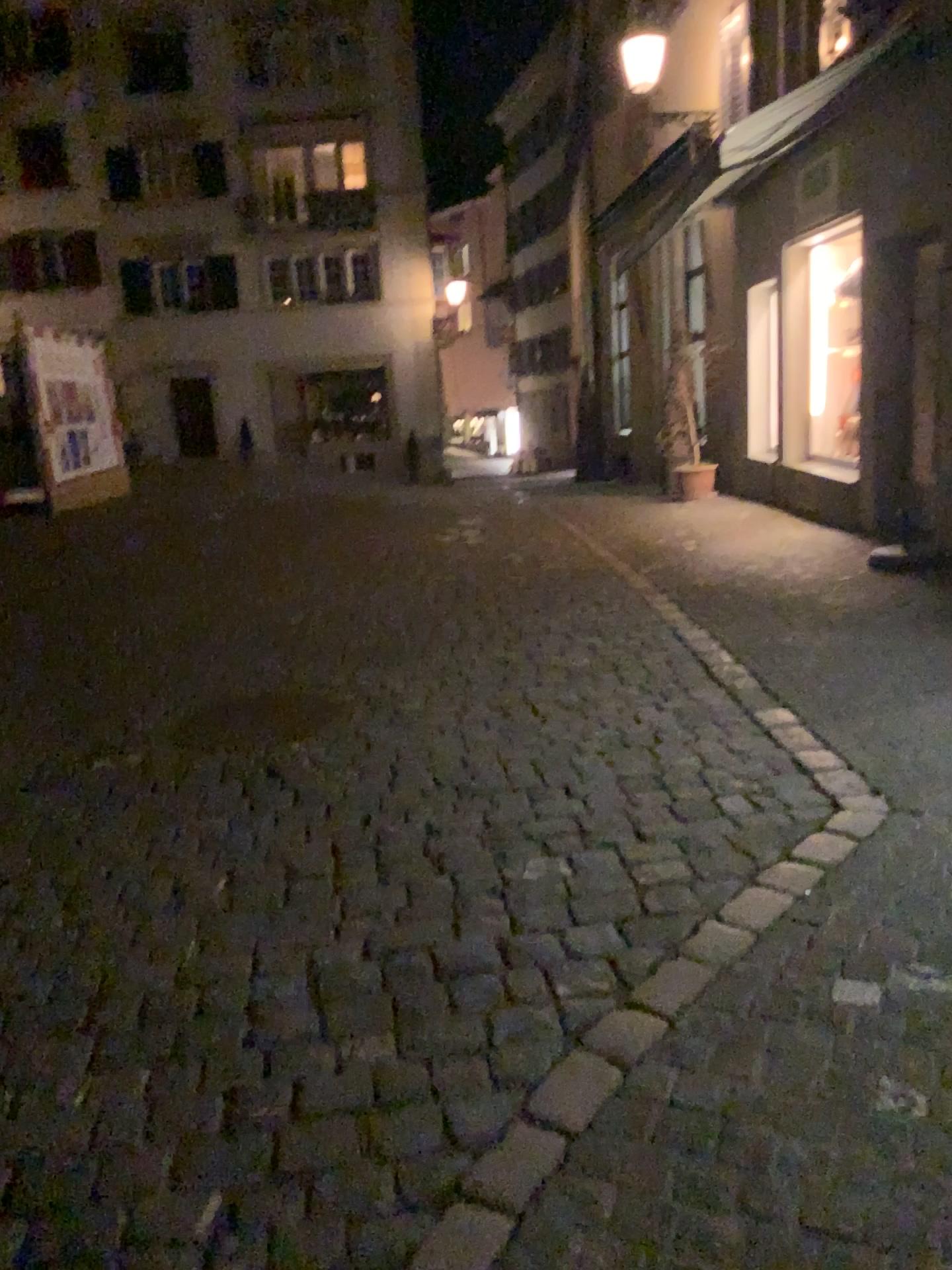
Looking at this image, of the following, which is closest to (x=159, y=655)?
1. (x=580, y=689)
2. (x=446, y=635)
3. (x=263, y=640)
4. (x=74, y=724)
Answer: (x=263, y=640)
